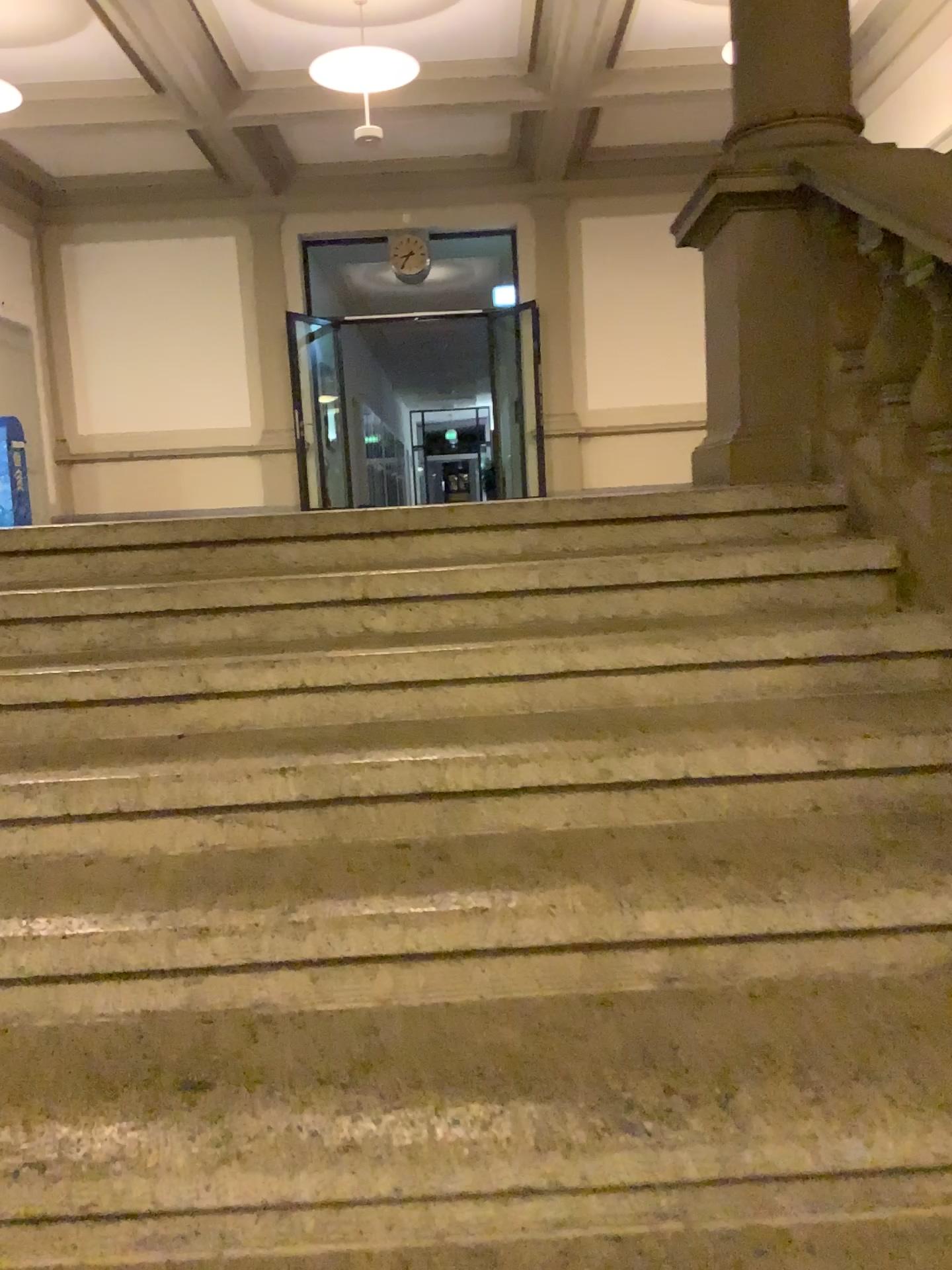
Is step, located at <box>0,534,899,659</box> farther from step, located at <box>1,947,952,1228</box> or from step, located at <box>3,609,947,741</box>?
step, located at <box>1,947,952,1228</box>

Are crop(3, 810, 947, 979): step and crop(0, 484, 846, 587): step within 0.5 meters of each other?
no

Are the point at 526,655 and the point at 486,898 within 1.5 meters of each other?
yes

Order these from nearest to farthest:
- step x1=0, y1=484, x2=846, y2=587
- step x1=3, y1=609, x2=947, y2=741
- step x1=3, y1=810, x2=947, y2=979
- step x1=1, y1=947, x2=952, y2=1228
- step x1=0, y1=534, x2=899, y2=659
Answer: step x1=1, y1=947, x2=952, y2=1228, step x1=3, y1=810, x2=947, y2=979, step x1=3, y1=609, x2=947, y2=741, step x1=0, y1=534, x2=899, y2=659, step x1=0, y1=484, x2=846, y2=587

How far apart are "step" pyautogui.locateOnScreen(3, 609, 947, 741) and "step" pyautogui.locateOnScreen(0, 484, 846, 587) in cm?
36

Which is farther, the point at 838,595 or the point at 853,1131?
the point at 838,595

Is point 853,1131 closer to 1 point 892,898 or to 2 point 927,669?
1 point 892,898

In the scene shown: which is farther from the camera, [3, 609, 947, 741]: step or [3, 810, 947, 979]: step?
[3, 609, 947, 741]: step

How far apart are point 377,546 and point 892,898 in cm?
158

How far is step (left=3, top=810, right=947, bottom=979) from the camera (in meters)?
1.60
